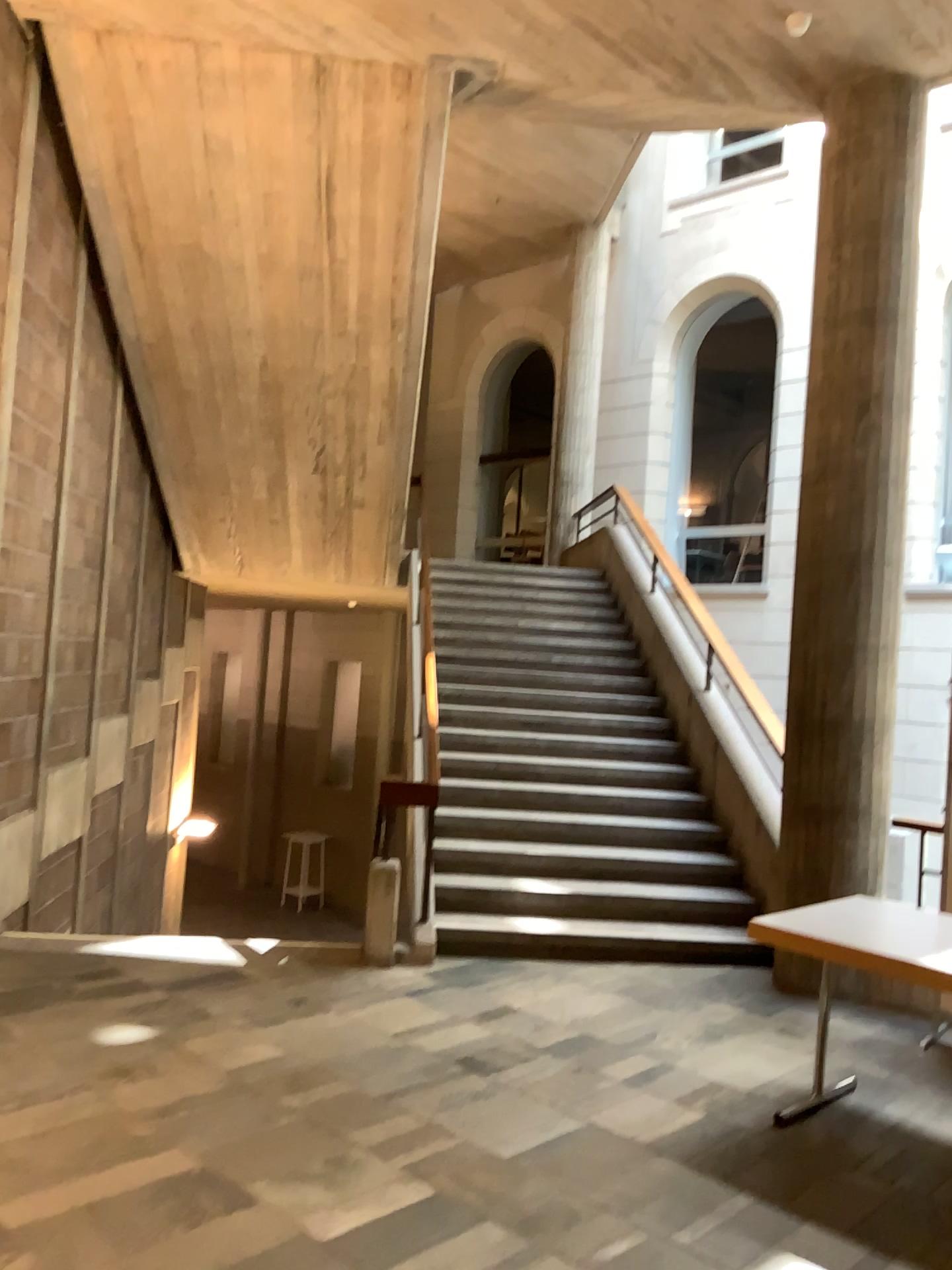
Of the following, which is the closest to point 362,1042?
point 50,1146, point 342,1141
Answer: point 342,1141
